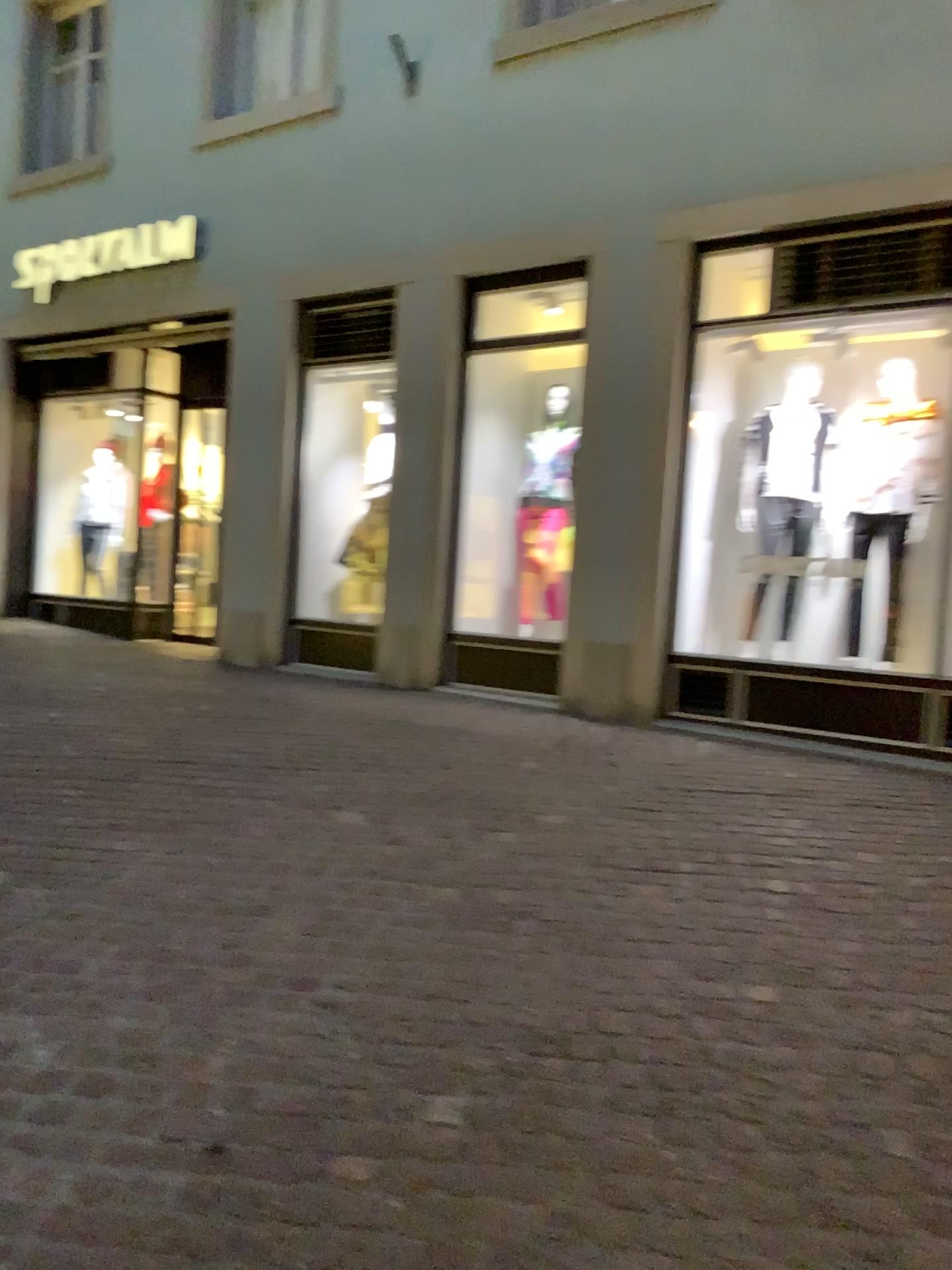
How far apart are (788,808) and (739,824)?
0.33m
